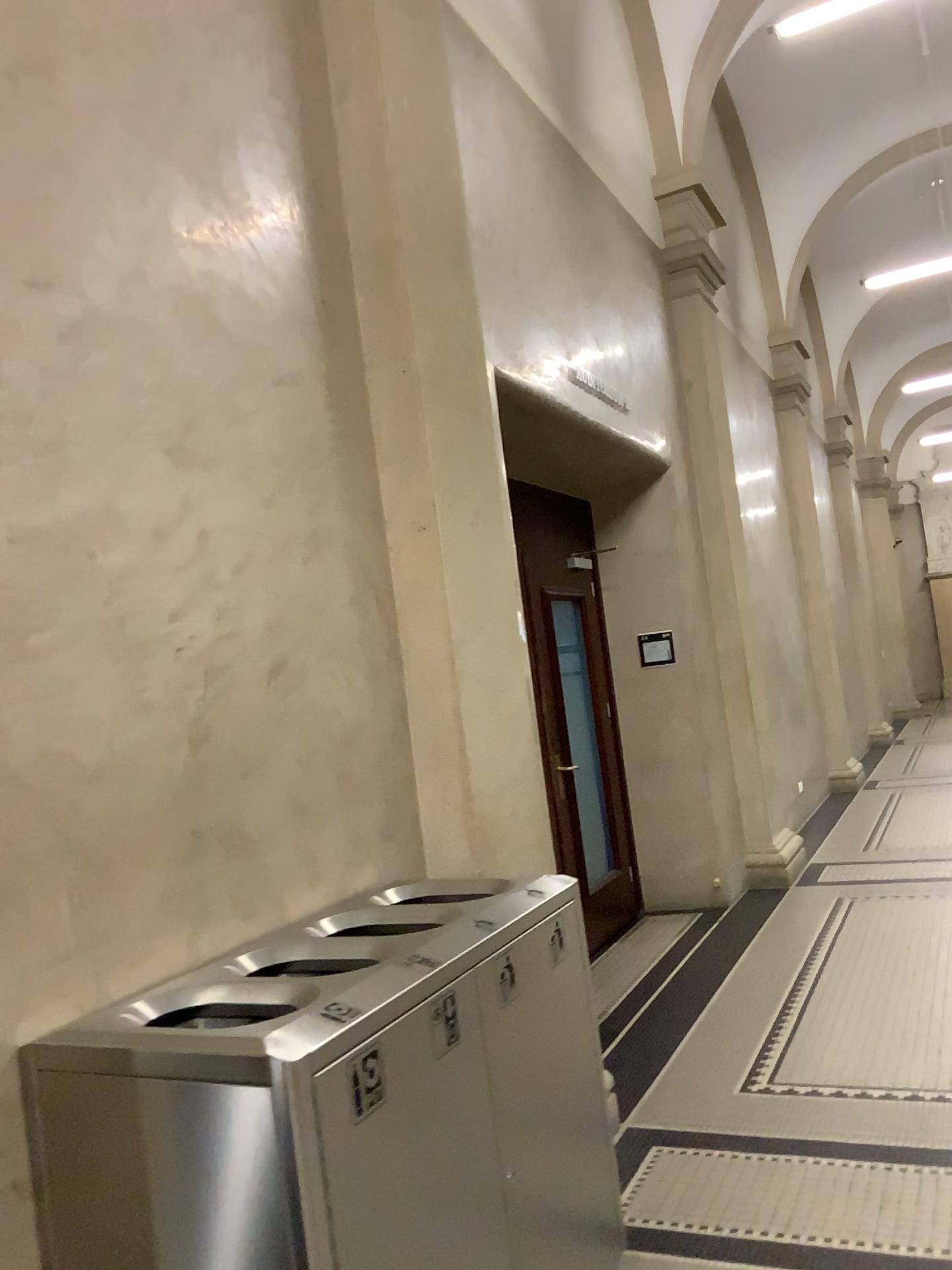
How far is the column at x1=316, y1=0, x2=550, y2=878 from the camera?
3.1m

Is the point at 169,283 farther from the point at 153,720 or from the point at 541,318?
the point at 541,318

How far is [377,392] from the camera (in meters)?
3.12
